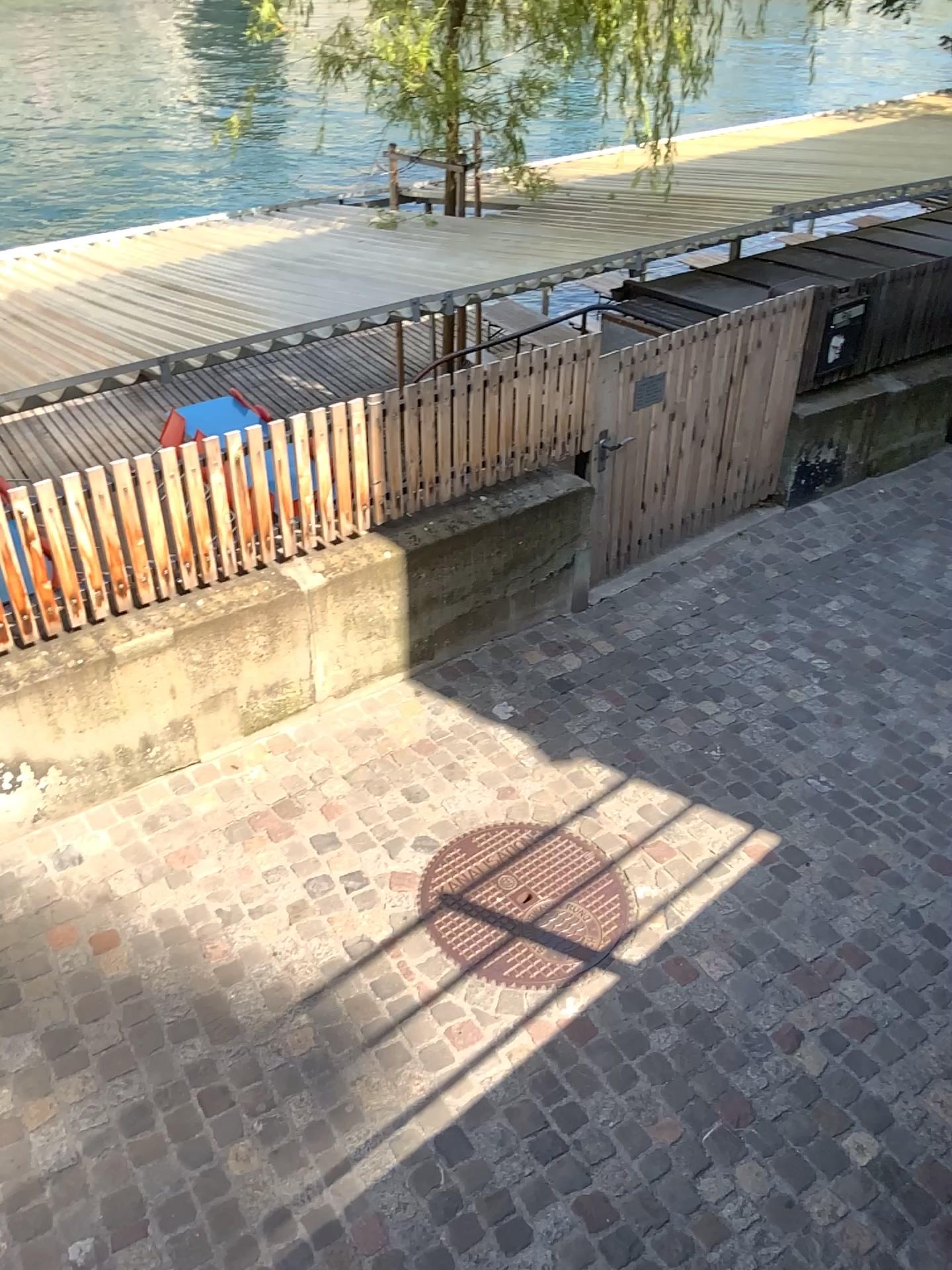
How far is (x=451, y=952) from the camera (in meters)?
3.38

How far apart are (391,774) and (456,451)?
1.3 meters

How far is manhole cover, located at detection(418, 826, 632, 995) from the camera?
3.38m
